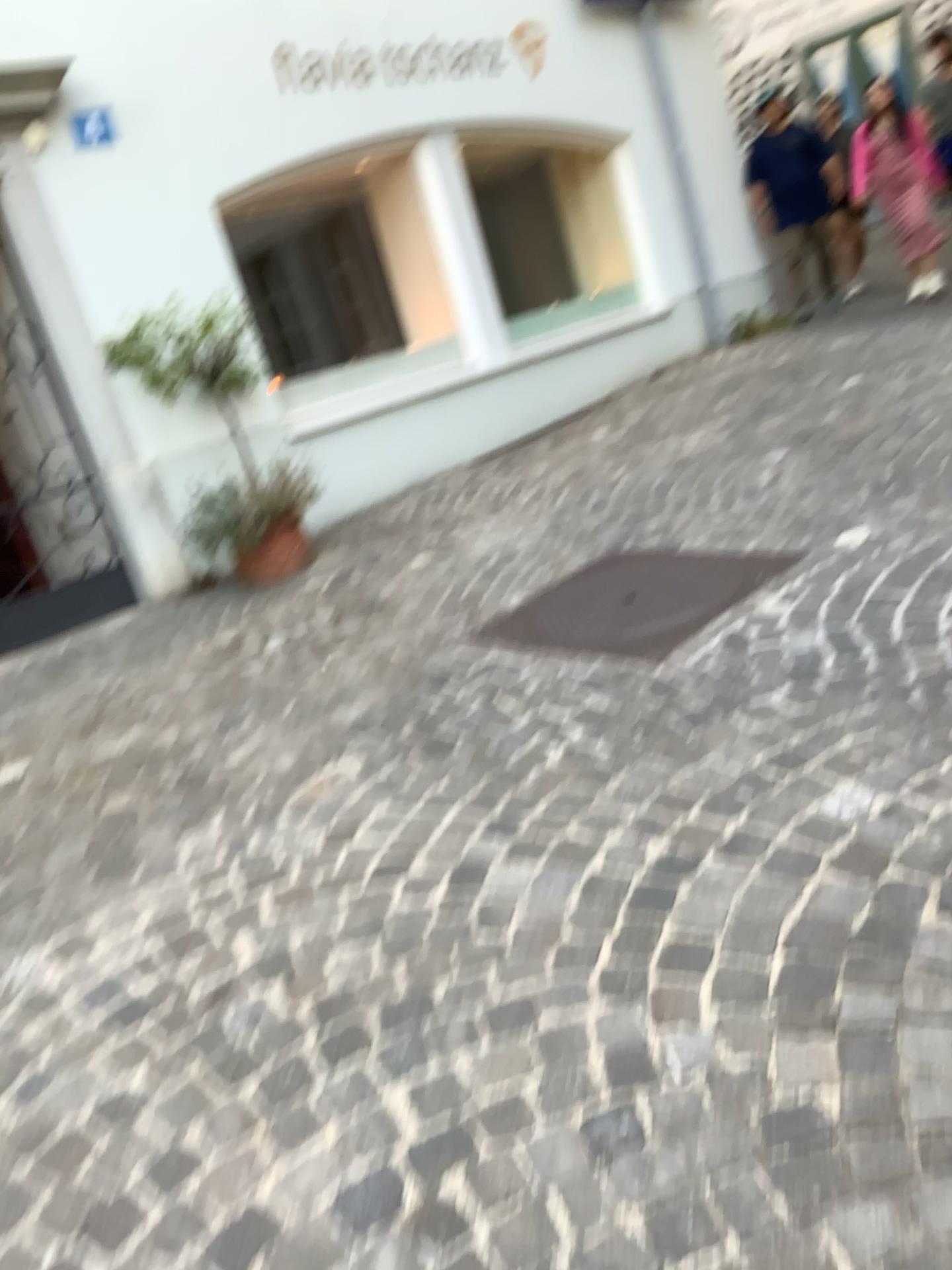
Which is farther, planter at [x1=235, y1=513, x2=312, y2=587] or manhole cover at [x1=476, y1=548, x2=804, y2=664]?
planter at [x1=235, y1=513, x2=312, y2=587]

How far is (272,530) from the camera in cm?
493

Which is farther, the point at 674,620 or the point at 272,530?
the point at 272,530

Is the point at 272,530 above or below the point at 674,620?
above

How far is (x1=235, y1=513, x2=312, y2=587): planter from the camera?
4.9 meters

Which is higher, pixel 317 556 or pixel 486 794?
pixel 317 556
